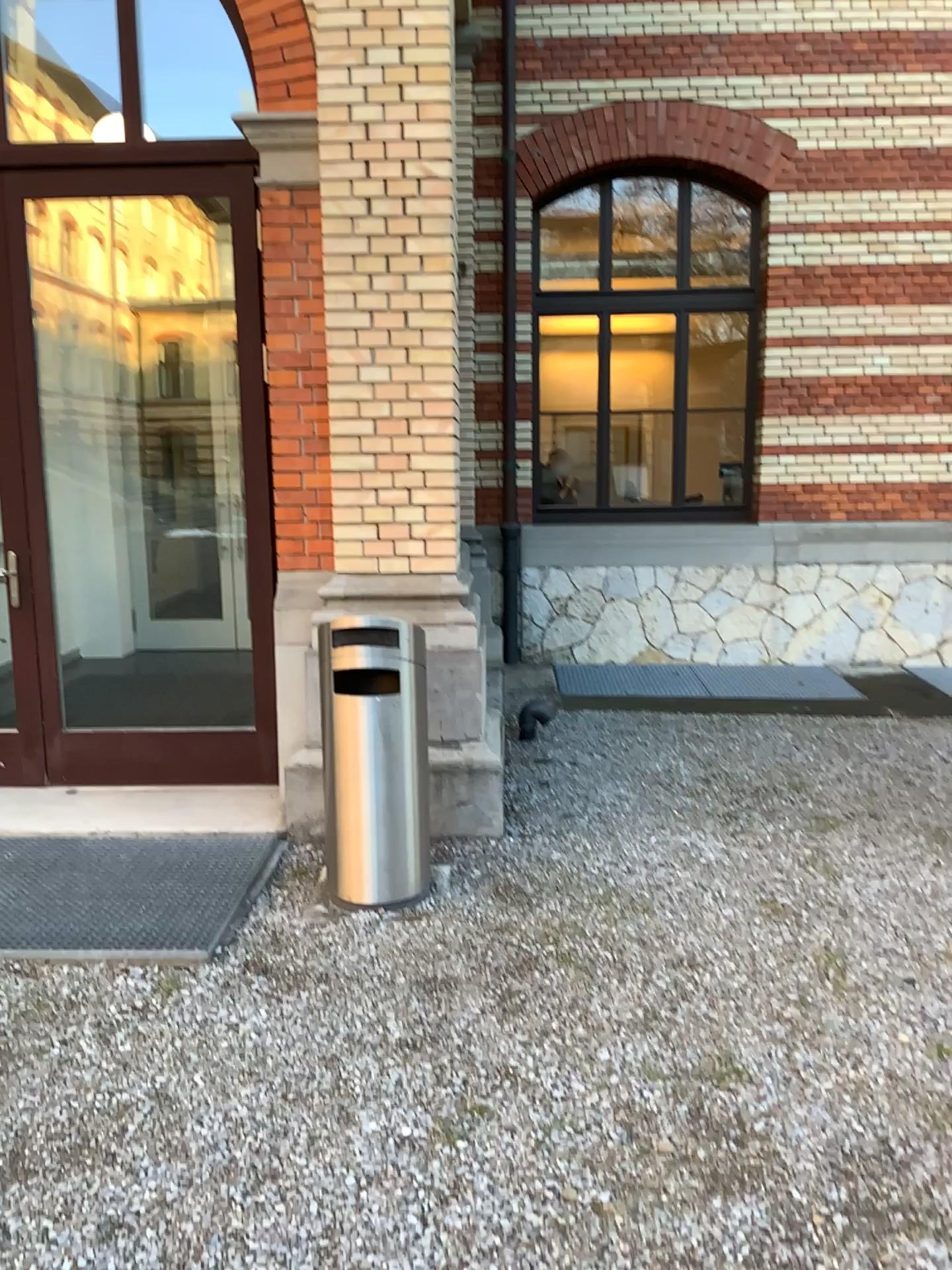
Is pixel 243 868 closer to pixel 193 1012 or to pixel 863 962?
pixel 193 1012
